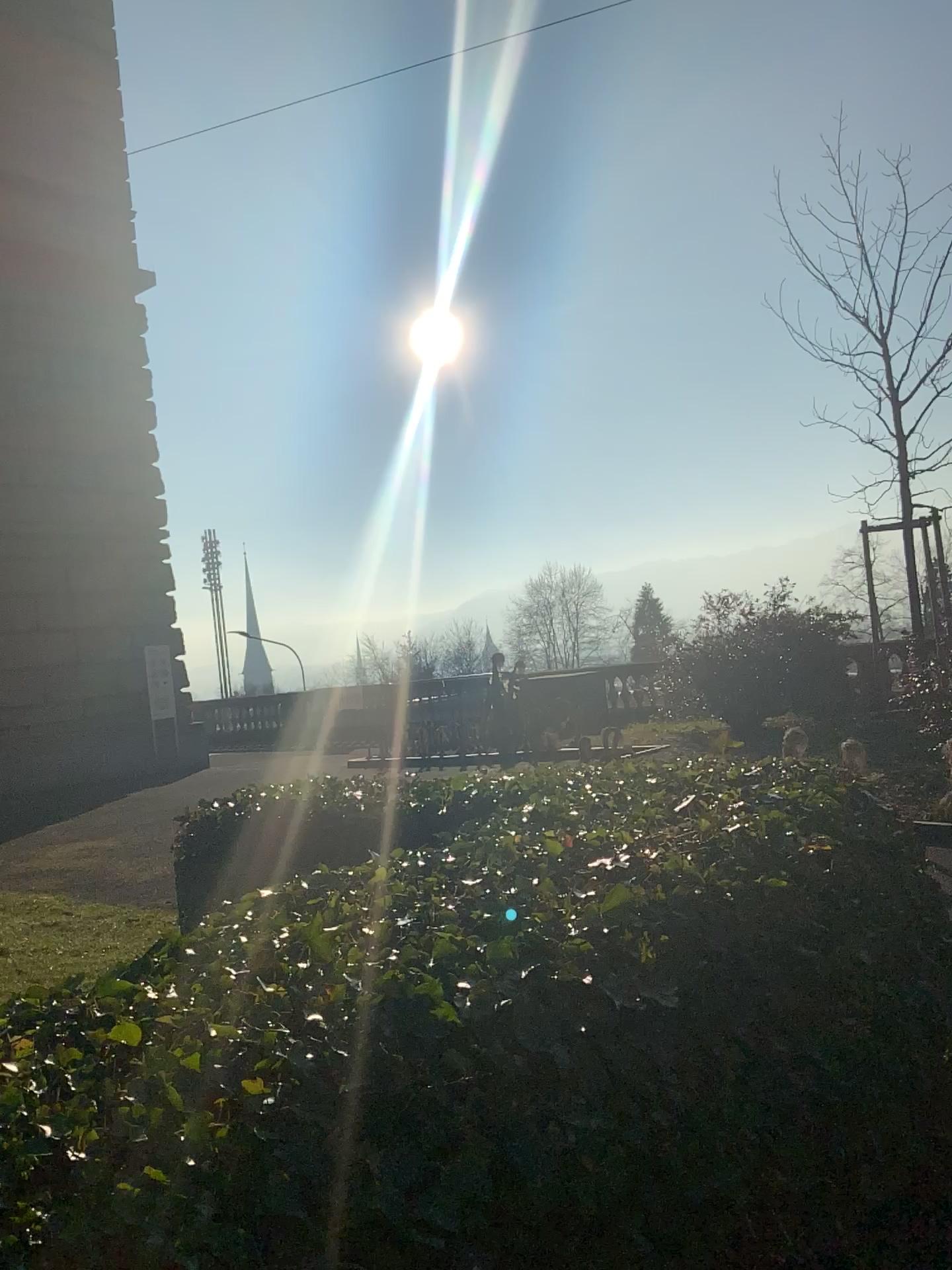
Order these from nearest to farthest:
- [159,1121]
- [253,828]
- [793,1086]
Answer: [159,1121] < [793,1086] < [253,828]
